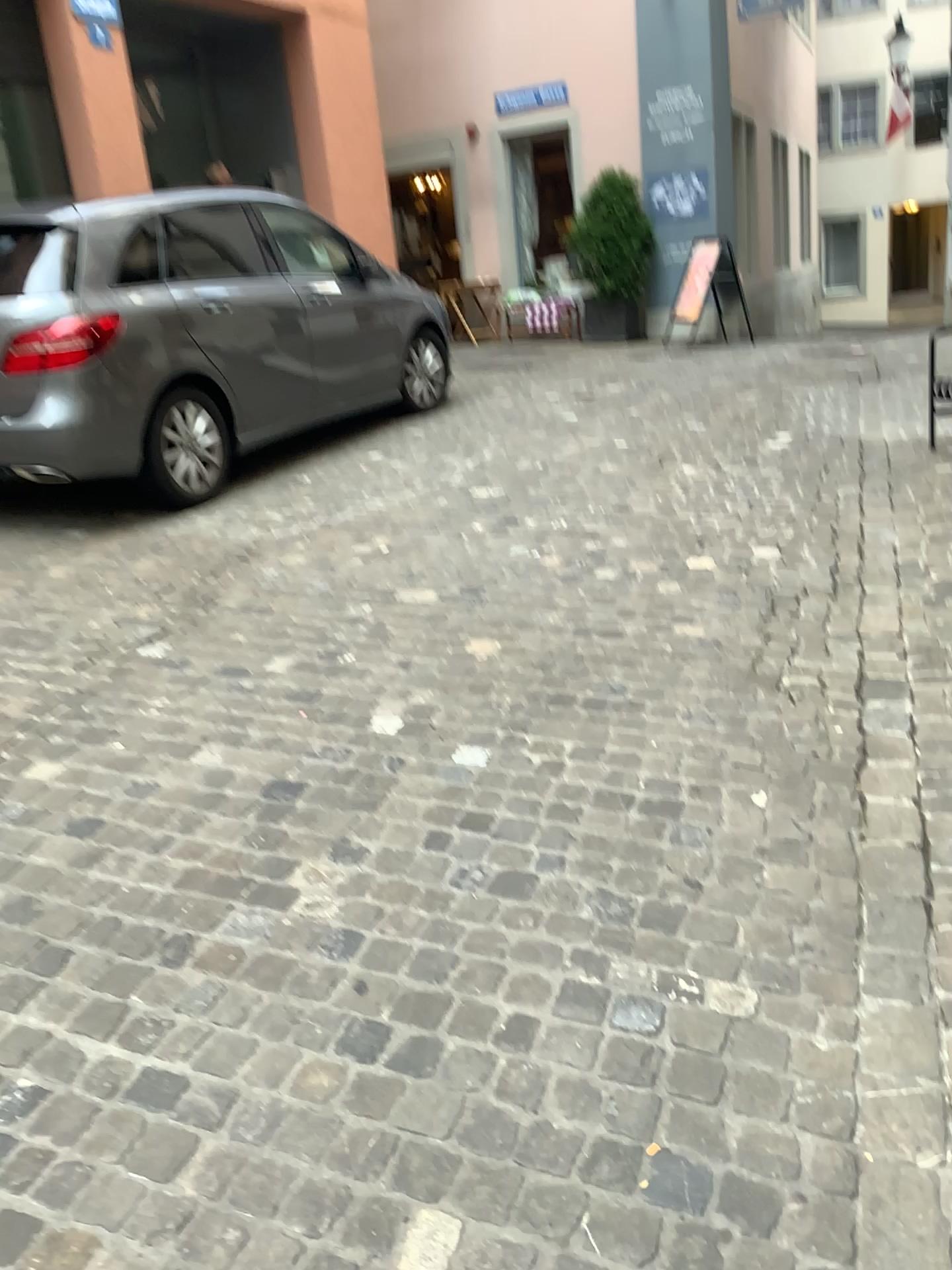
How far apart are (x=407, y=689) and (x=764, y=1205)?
1.9m
